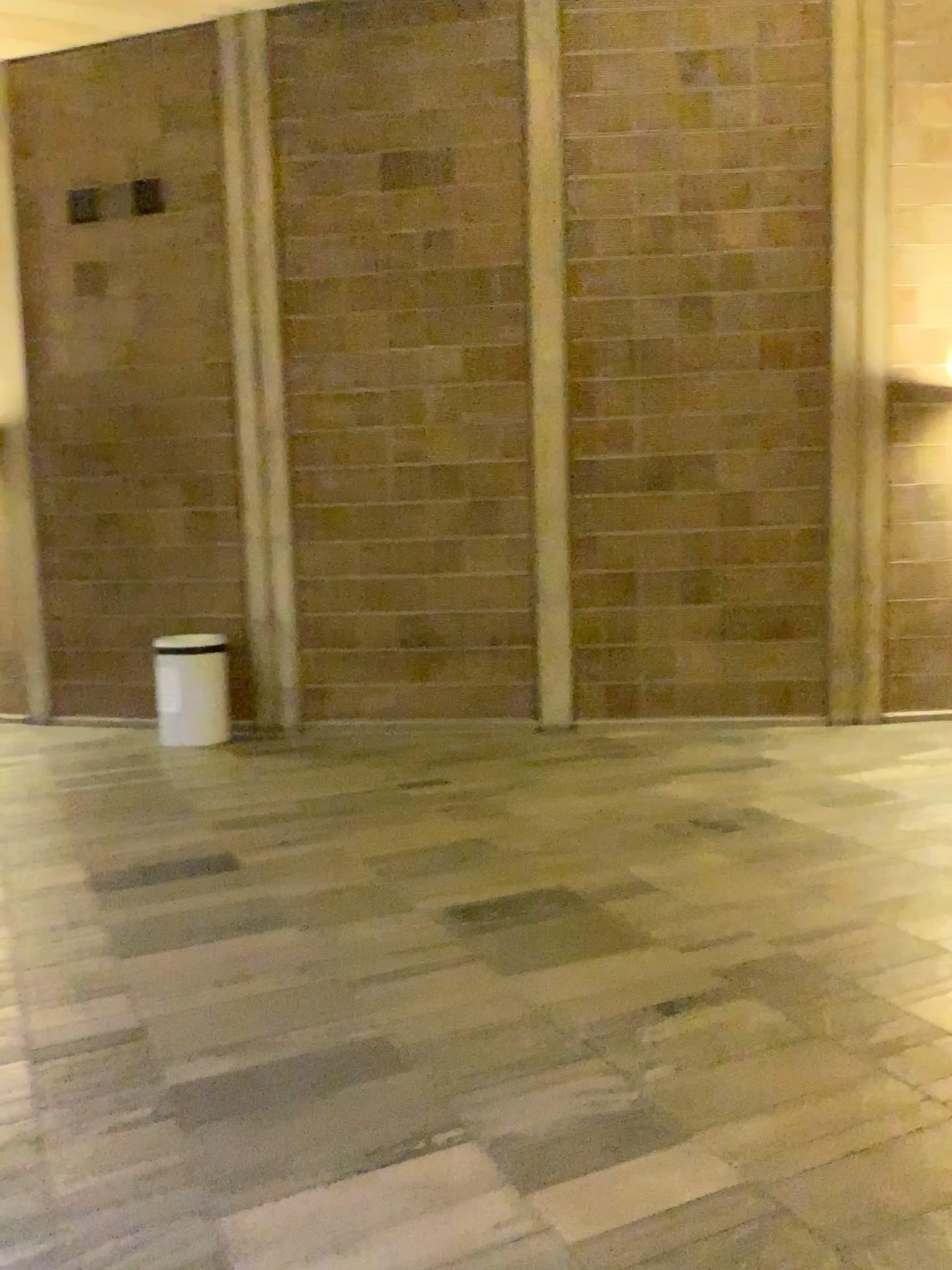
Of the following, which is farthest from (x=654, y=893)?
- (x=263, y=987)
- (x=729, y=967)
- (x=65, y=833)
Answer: (x=65, y=833)
